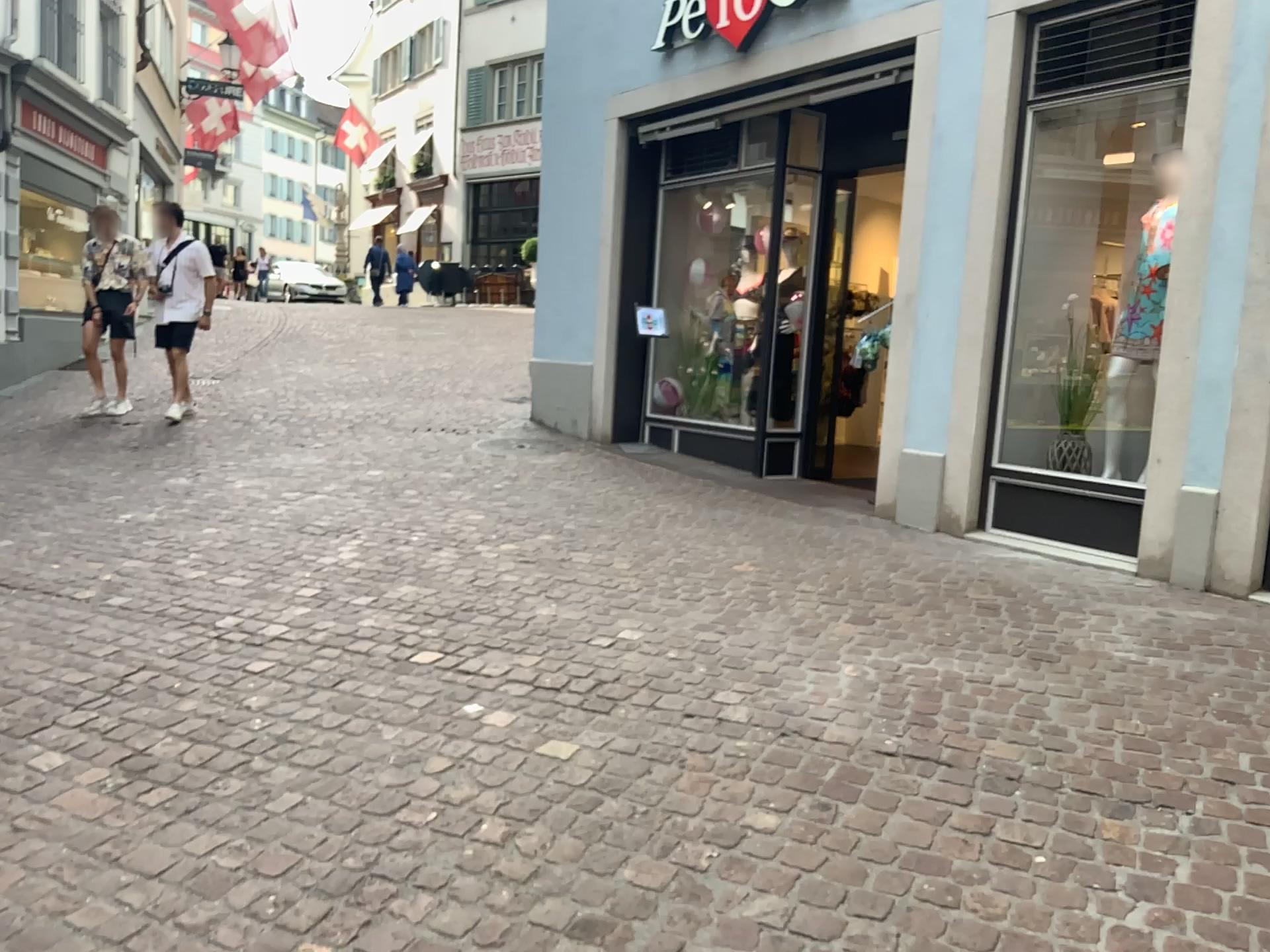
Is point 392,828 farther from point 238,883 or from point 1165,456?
point 1165,456
